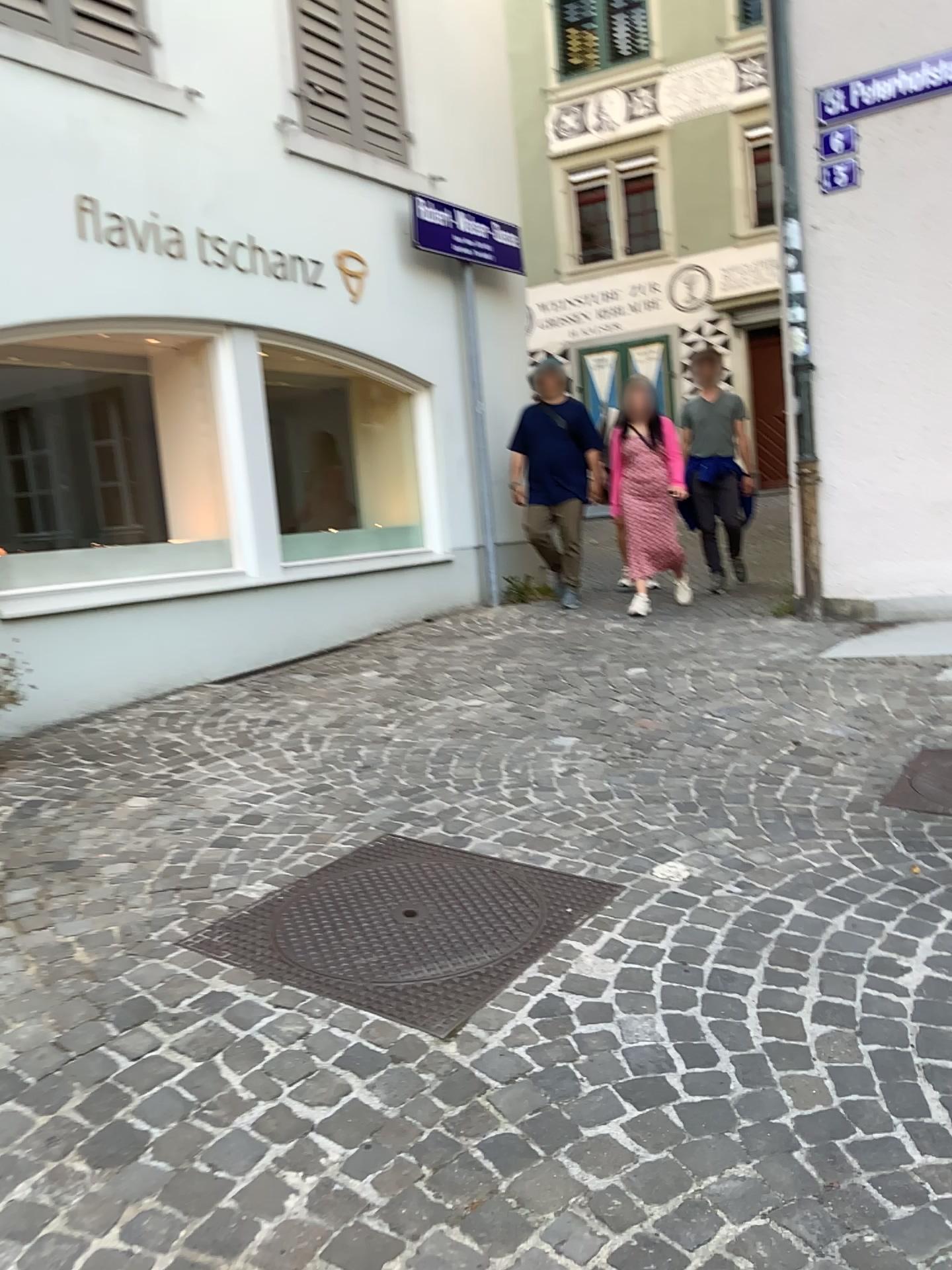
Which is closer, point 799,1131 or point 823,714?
point 799,1131
